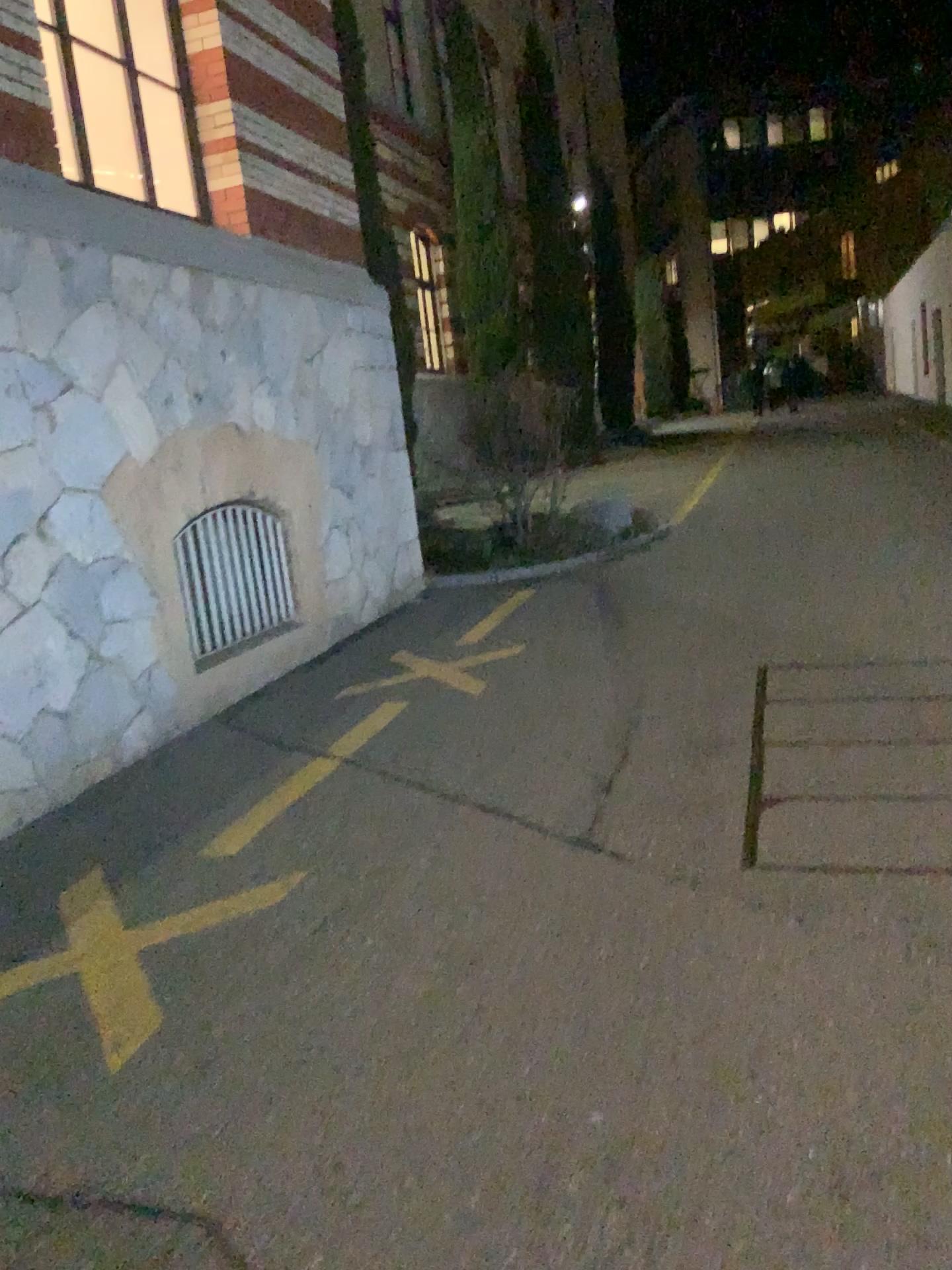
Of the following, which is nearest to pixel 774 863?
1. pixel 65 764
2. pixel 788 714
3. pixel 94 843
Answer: pixel 788 714
